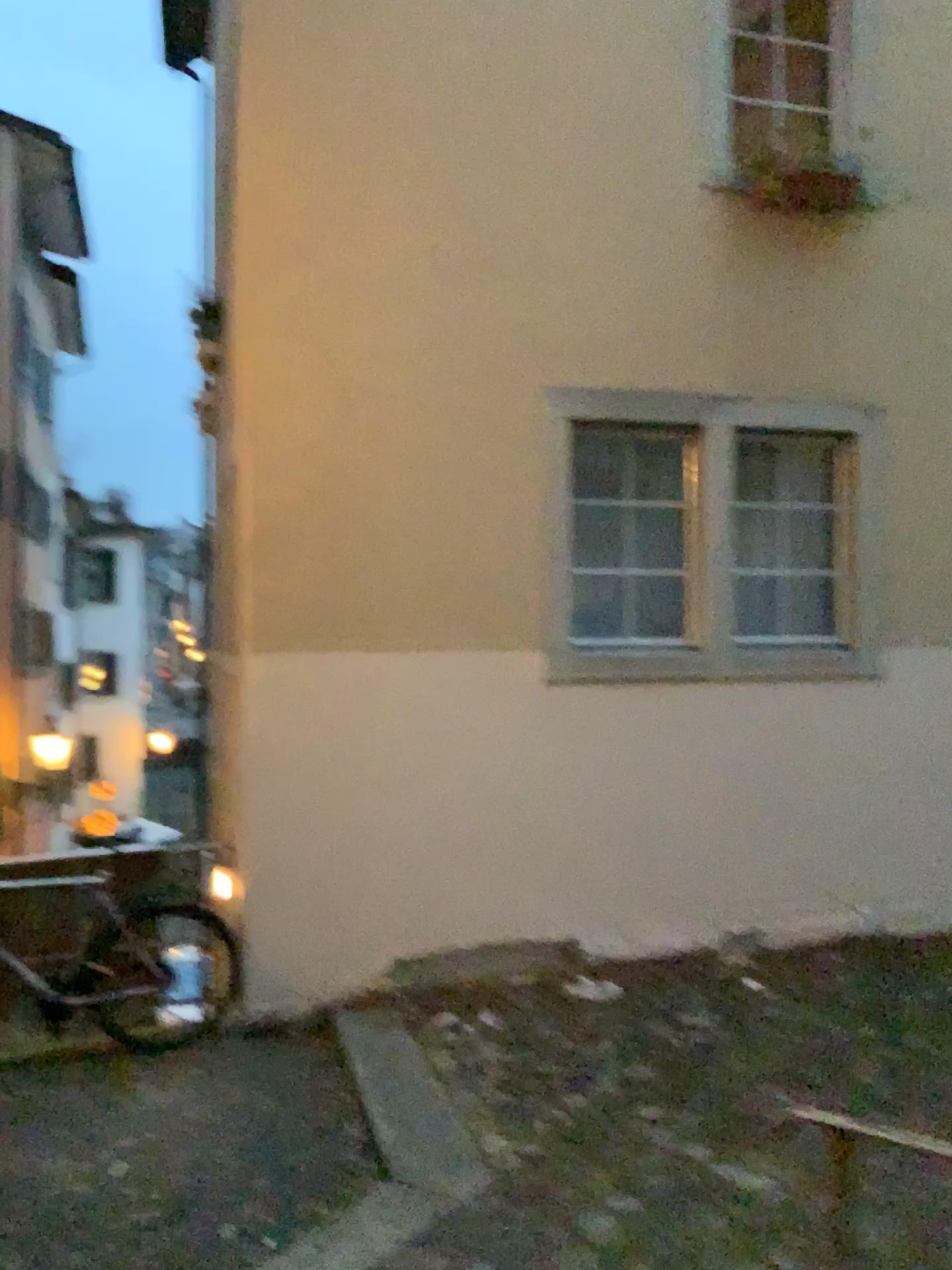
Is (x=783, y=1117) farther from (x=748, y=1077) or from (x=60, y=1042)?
(x=60, y=1042)
